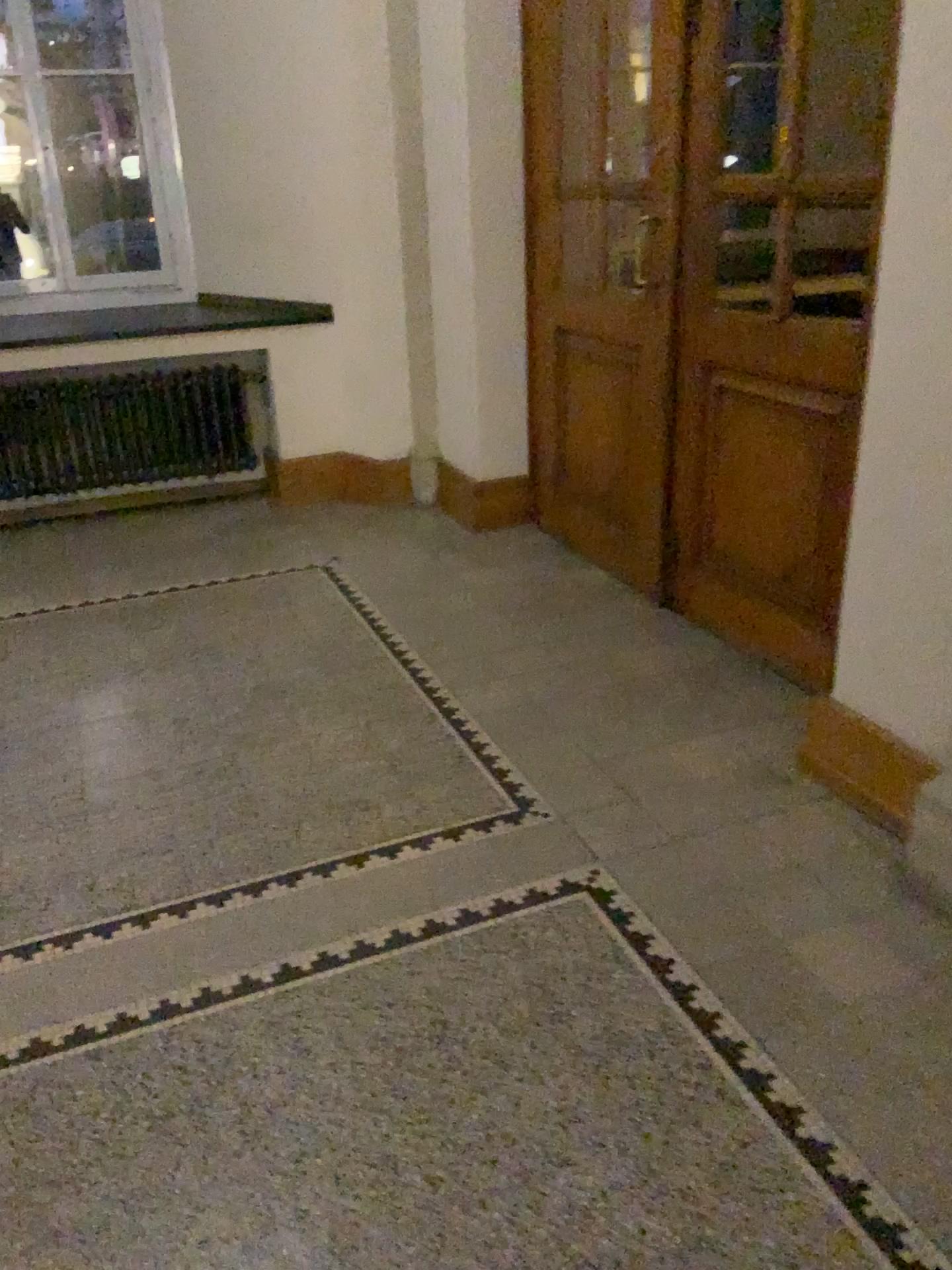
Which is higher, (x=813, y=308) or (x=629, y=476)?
(x=813, y=308)

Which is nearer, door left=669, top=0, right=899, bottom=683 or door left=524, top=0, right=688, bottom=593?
door left=669, top=0, right=899, bottom=683

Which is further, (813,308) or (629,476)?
(629,476)

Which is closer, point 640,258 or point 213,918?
point 213,918
